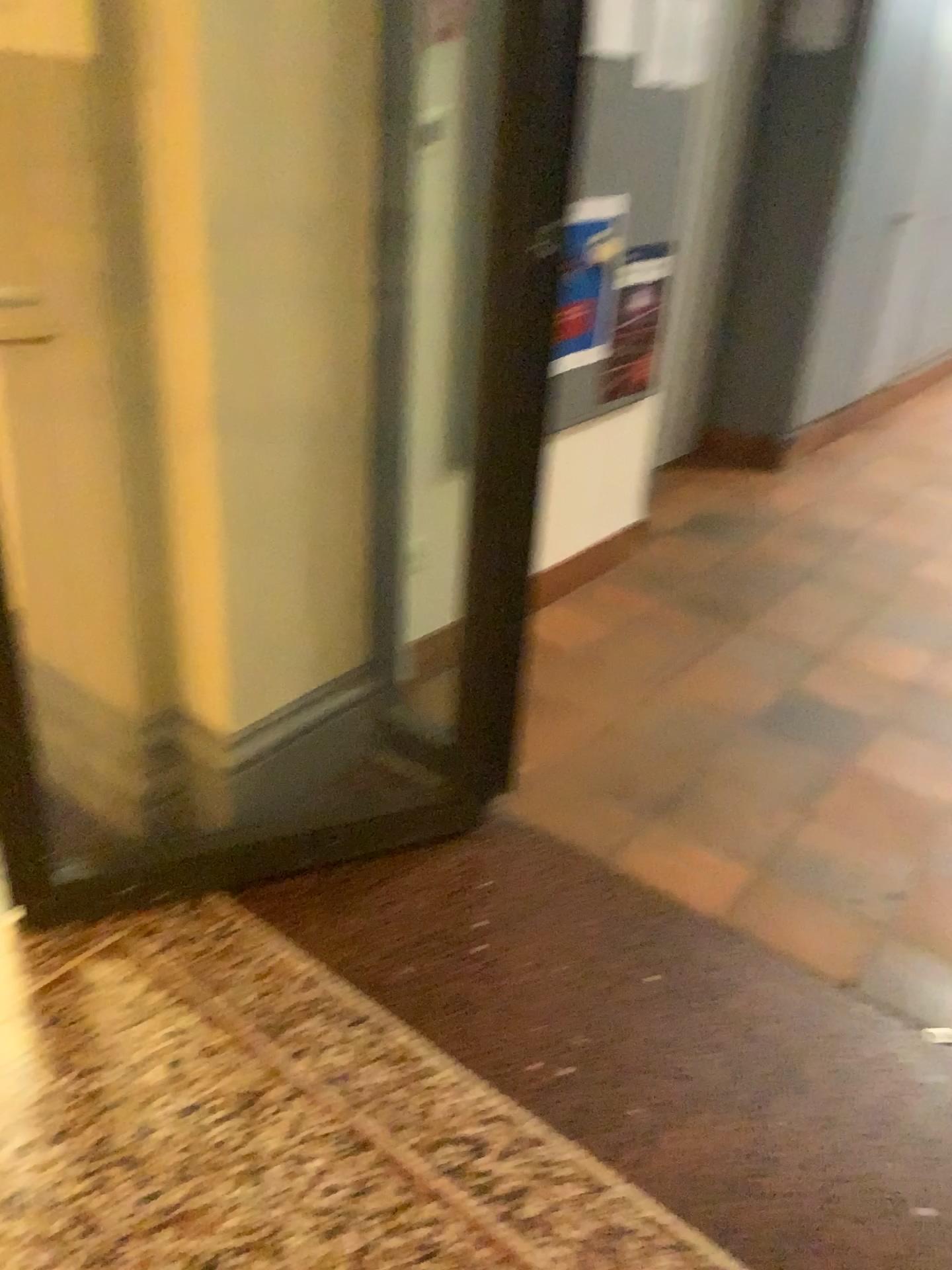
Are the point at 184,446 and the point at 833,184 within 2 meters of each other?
no

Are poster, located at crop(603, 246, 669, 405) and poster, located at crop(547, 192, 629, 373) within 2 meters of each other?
yes

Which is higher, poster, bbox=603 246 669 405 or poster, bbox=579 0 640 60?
poster, bbox=579 0 640 60

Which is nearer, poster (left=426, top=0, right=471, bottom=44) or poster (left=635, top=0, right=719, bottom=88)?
poster (left=426, top=0, right=471, bottom=44)

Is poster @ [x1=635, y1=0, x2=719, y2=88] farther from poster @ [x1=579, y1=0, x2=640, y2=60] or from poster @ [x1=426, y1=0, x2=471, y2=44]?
poster @ [x1=426, y1=0, x2=471, y2=44]

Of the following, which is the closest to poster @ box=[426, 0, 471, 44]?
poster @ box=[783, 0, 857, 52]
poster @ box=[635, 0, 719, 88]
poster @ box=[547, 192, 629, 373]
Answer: poster @ box=[547, 192, 629, 373]

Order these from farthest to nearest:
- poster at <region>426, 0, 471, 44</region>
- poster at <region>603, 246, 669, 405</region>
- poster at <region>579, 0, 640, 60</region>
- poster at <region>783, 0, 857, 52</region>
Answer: poster at <region>783, 0, 857, 52</region>, poster at <region>603, 246, 669, 405</region>, poster at <region>579, 0, 640, 60</region>, poster at <region>426, 0, 471, 44</region>

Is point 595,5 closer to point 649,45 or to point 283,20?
point 649,45

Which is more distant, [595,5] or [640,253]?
[640,253]

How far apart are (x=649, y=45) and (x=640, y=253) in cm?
52
